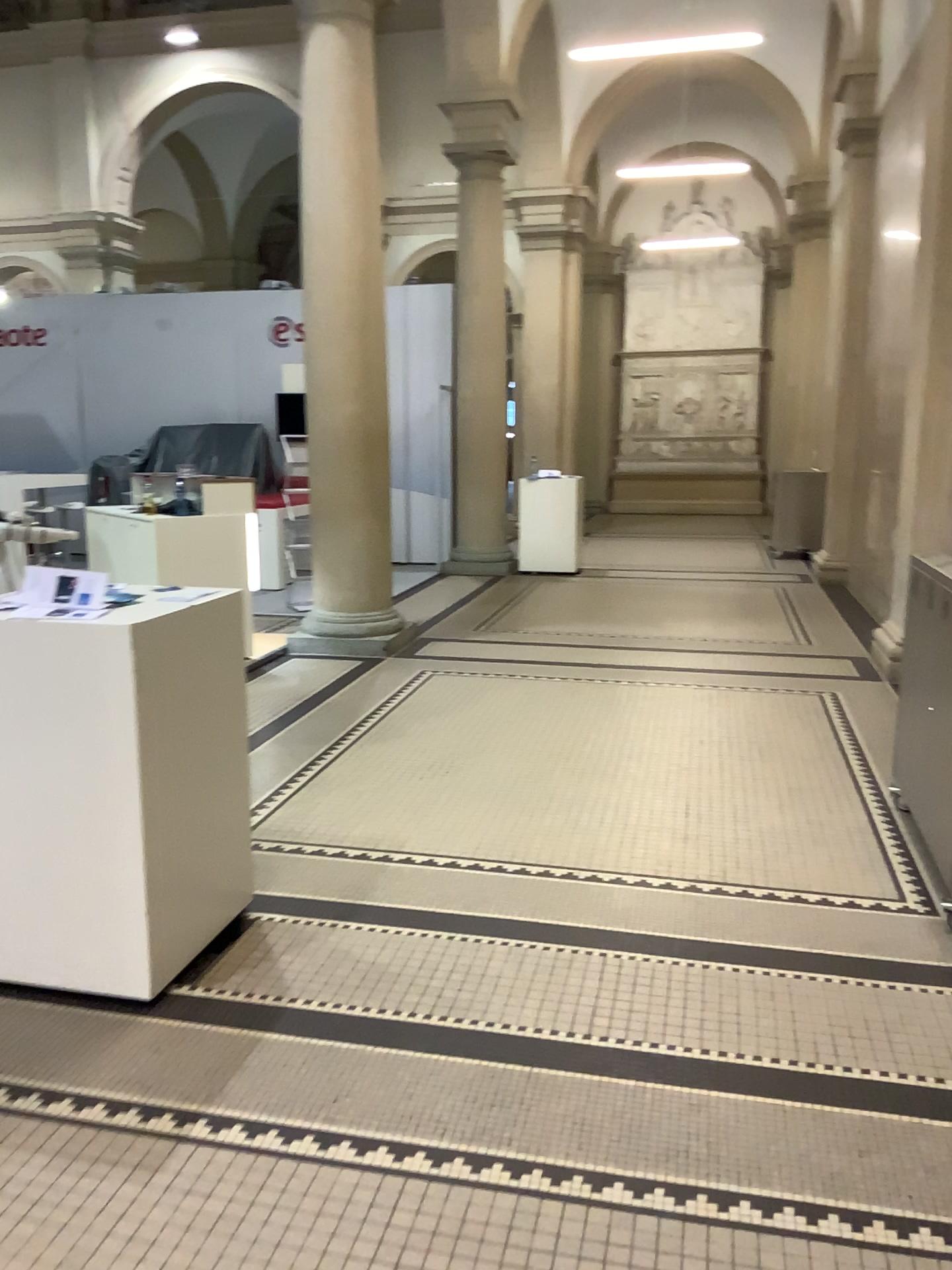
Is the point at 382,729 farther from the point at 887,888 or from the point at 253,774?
the point at 887,888
